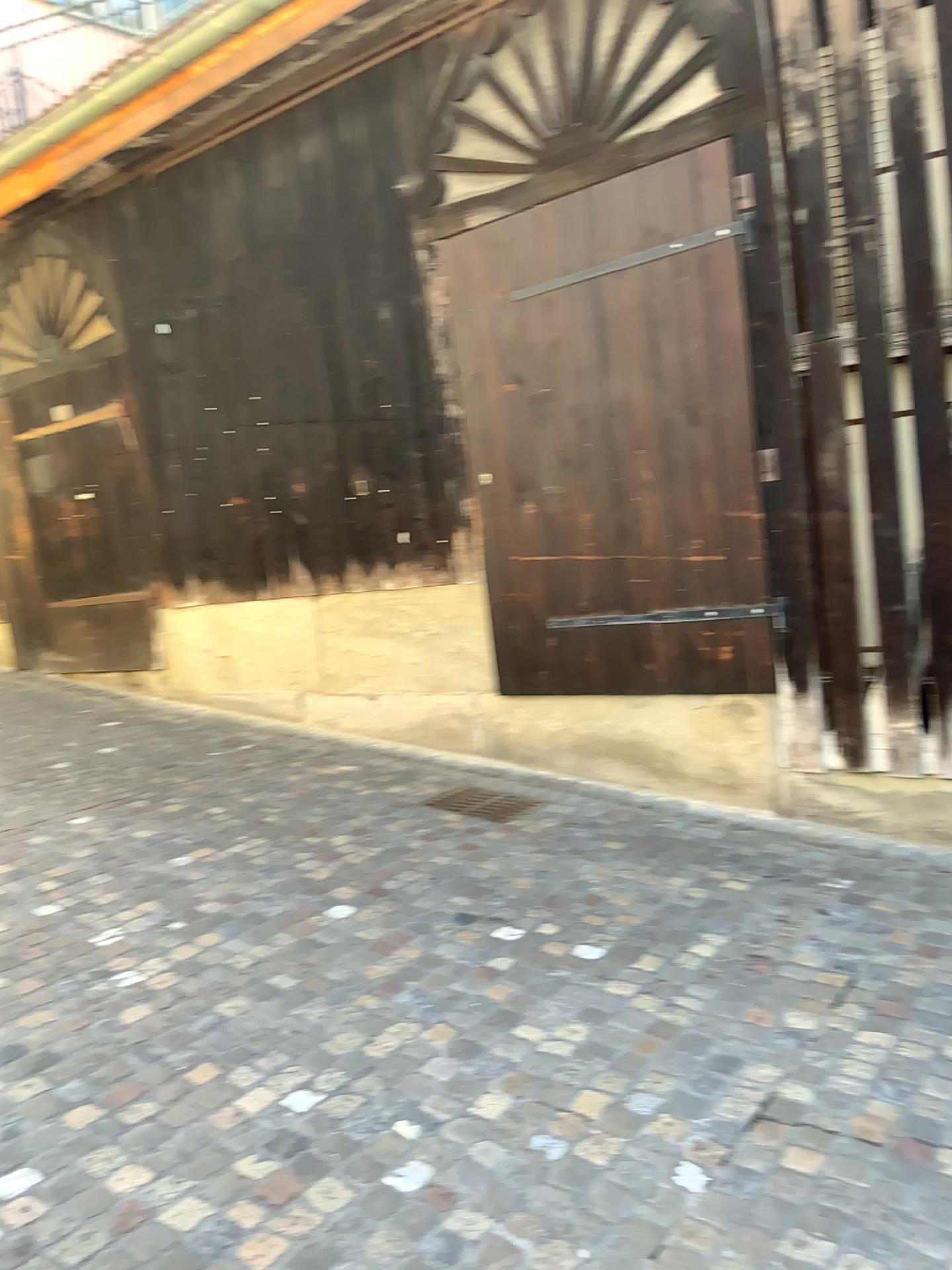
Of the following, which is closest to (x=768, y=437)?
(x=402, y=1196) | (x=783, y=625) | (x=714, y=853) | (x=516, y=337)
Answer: (x=783, y=625)

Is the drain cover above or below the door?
below

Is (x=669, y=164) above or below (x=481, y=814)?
above
